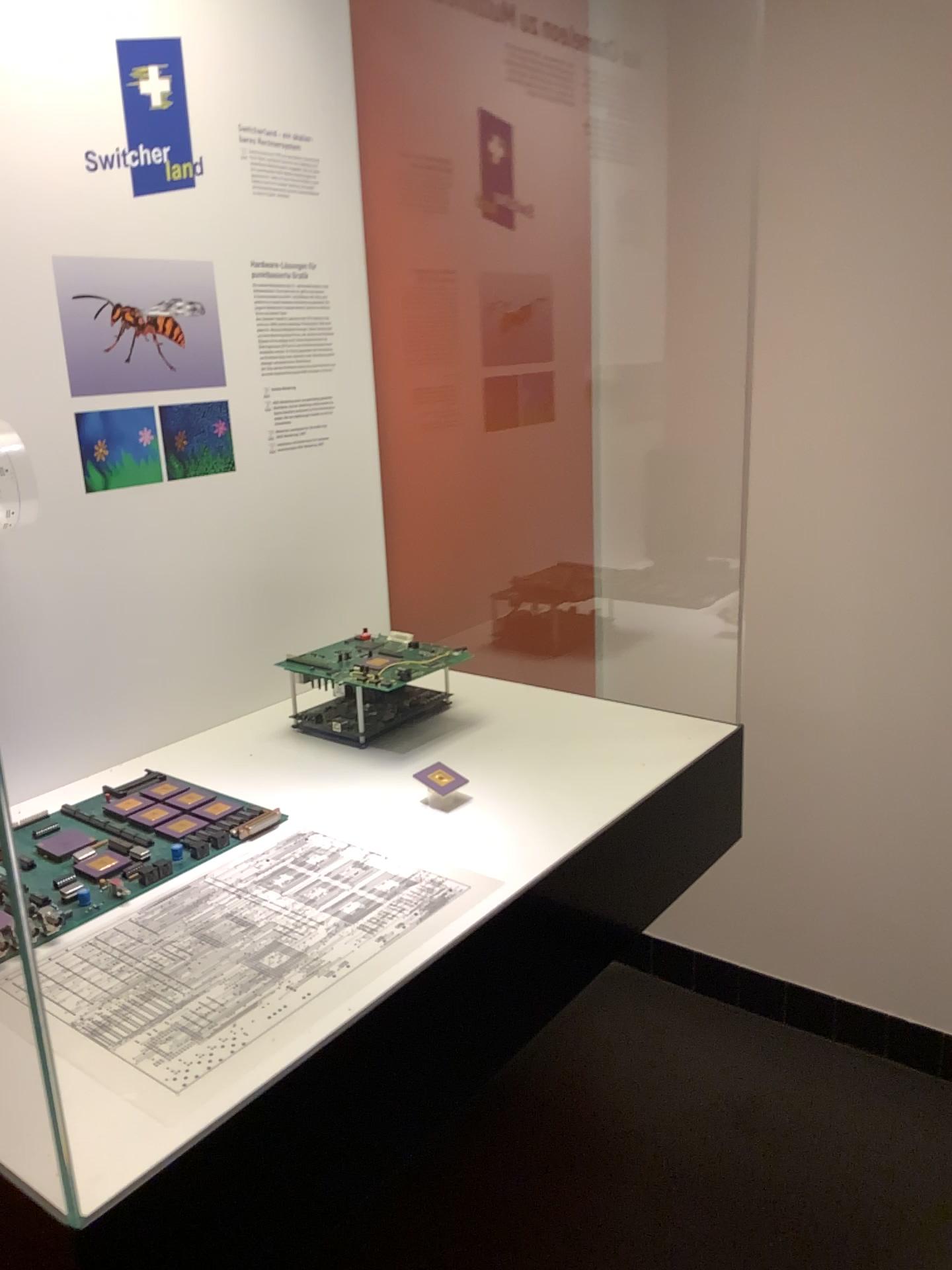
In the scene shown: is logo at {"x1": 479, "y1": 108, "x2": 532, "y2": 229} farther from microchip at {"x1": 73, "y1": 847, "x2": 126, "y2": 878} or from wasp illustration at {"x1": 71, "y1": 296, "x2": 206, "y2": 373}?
microchip at {"x1": 73, "y1": 847, "x2": 126, "y2": 878}

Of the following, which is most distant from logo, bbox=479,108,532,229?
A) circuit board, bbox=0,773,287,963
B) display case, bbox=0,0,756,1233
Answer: circuit board, bbox=0,773,287,963

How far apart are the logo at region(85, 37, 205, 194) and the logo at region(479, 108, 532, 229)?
0.6m

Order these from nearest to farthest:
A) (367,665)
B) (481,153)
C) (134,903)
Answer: (134,903), (367,665), (481,153)

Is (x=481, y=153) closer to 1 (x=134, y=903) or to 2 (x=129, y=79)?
2 (x=129, y=79)

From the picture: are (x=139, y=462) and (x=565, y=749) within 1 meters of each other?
yes

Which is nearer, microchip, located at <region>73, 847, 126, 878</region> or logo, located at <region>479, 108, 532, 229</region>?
microchip, located at <region>73, 847, 126, 878</region>

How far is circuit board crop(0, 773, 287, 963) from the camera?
0.9m

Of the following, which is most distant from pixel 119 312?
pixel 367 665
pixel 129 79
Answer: pixel 367 665

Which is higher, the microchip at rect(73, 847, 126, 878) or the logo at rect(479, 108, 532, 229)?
the logo at rect(479, 108, 532, 229)
